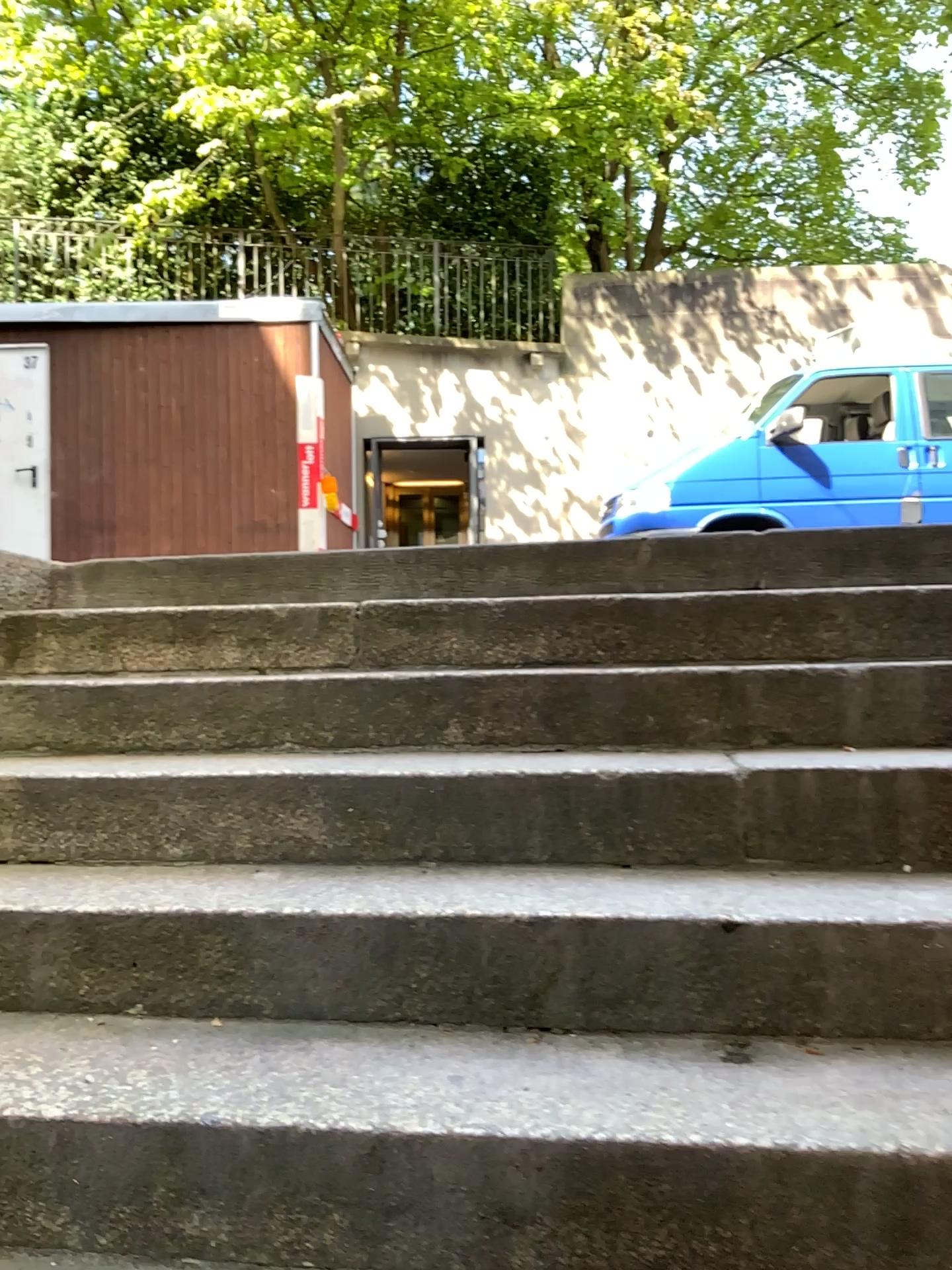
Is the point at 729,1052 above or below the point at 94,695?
below
